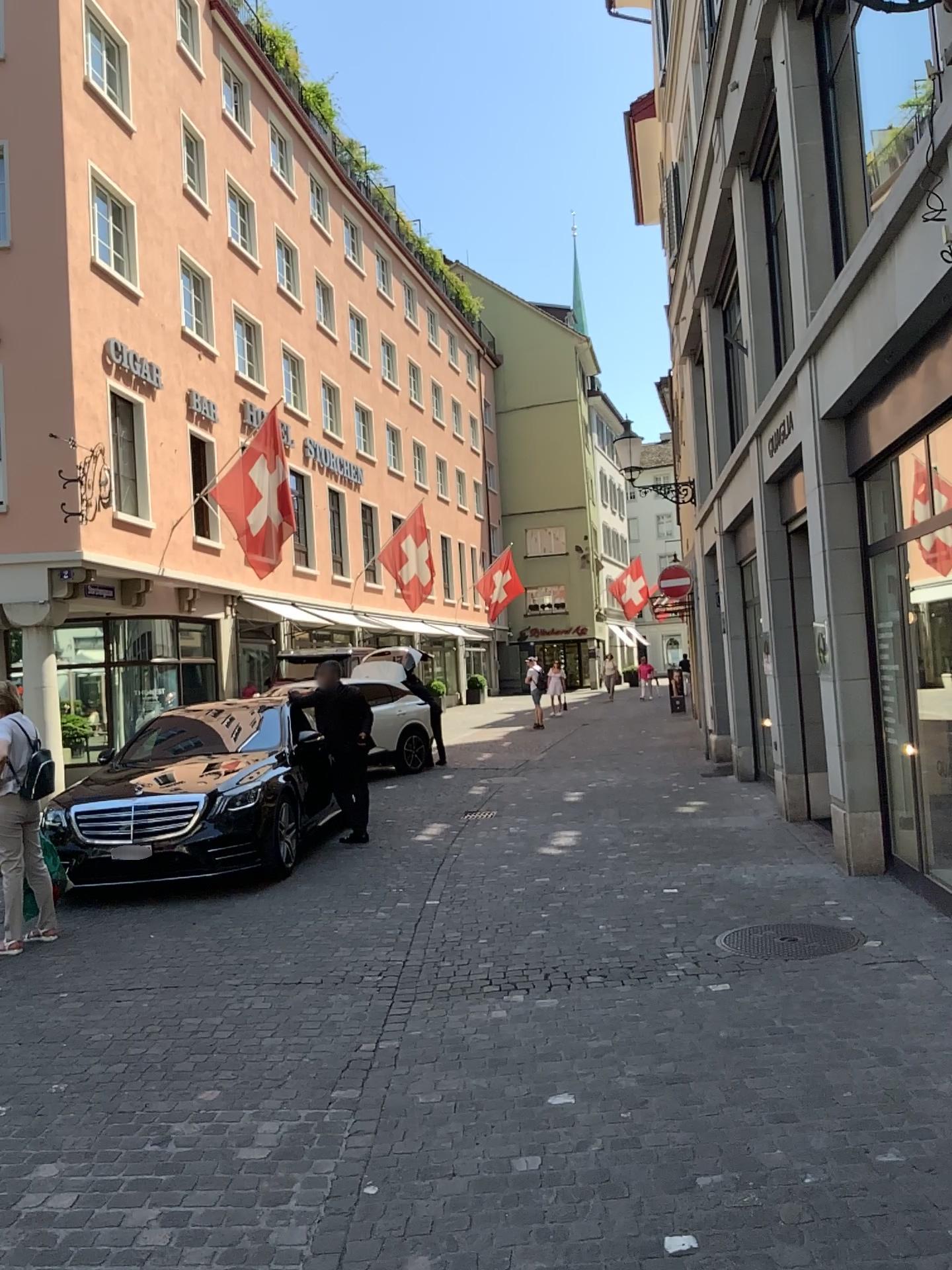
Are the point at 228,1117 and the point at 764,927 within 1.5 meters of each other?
no

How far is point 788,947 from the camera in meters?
5.2 m

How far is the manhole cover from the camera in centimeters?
523cm
